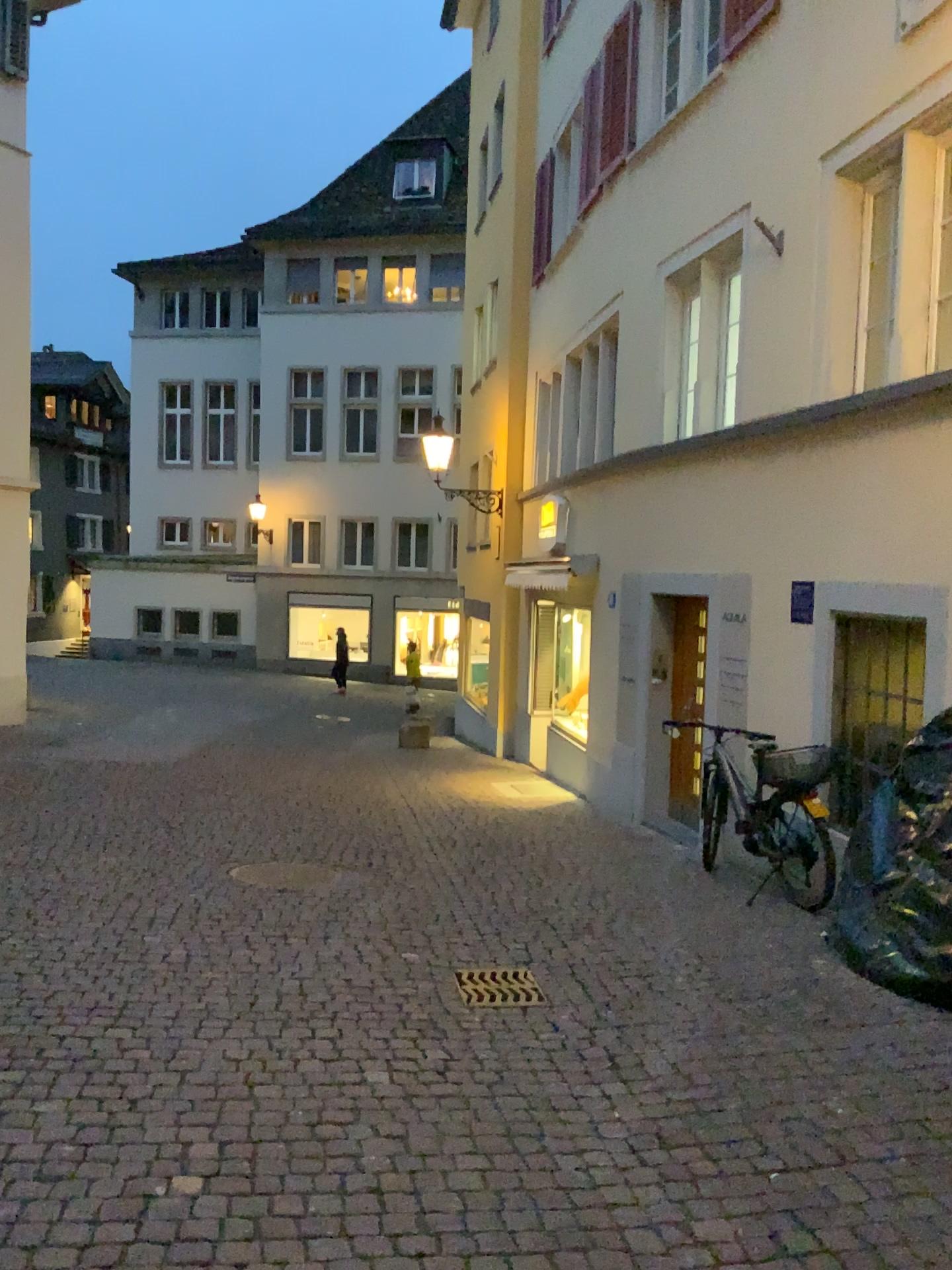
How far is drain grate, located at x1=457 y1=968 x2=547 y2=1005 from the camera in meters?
4.6

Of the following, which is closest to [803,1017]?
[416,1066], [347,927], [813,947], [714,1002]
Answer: [714,1002]

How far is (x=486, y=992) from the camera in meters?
4.6 m
